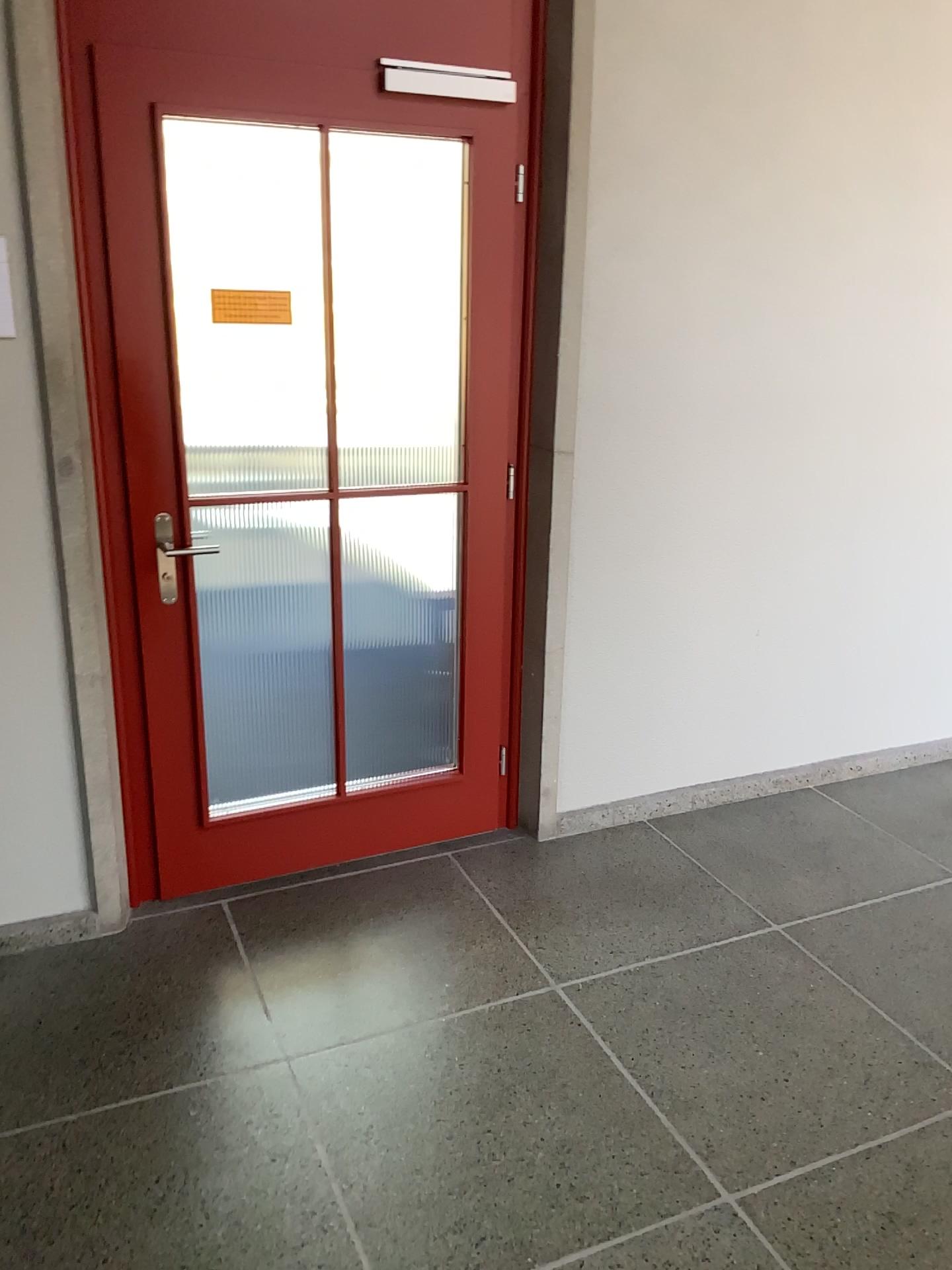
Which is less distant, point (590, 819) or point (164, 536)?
point (164, 536)

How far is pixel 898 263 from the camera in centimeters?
327cm

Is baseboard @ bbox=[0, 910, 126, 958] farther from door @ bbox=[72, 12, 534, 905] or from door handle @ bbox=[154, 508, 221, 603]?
door handle @ bbox=[154, 508, 221, 603]

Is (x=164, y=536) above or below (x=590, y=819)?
above

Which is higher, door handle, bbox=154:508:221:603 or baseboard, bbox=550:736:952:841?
door handle, bbox=154:508:221:603

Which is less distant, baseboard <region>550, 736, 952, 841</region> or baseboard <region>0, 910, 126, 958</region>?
baseboard <region>0, 910, 126, 958</region>

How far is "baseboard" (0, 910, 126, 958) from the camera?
2.69m

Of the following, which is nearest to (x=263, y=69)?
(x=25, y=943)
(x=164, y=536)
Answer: (x=164, y=536)

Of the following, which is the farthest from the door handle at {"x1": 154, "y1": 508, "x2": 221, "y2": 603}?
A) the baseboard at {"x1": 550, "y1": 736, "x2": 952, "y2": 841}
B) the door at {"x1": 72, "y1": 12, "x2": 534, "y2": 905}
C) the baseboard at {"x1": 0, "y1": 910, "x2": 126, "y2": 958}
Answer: the baseboard at {"x1": 550, "y1": 736, "x2": 952, "y2": 841}

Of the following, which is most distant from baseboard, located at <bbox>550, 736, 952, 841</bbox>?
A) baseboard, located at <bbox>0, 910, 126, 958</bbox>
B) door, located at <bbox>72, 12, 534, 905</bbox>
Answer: baseboard, located at <bbox>0, 910, 126, 958</bbox>
